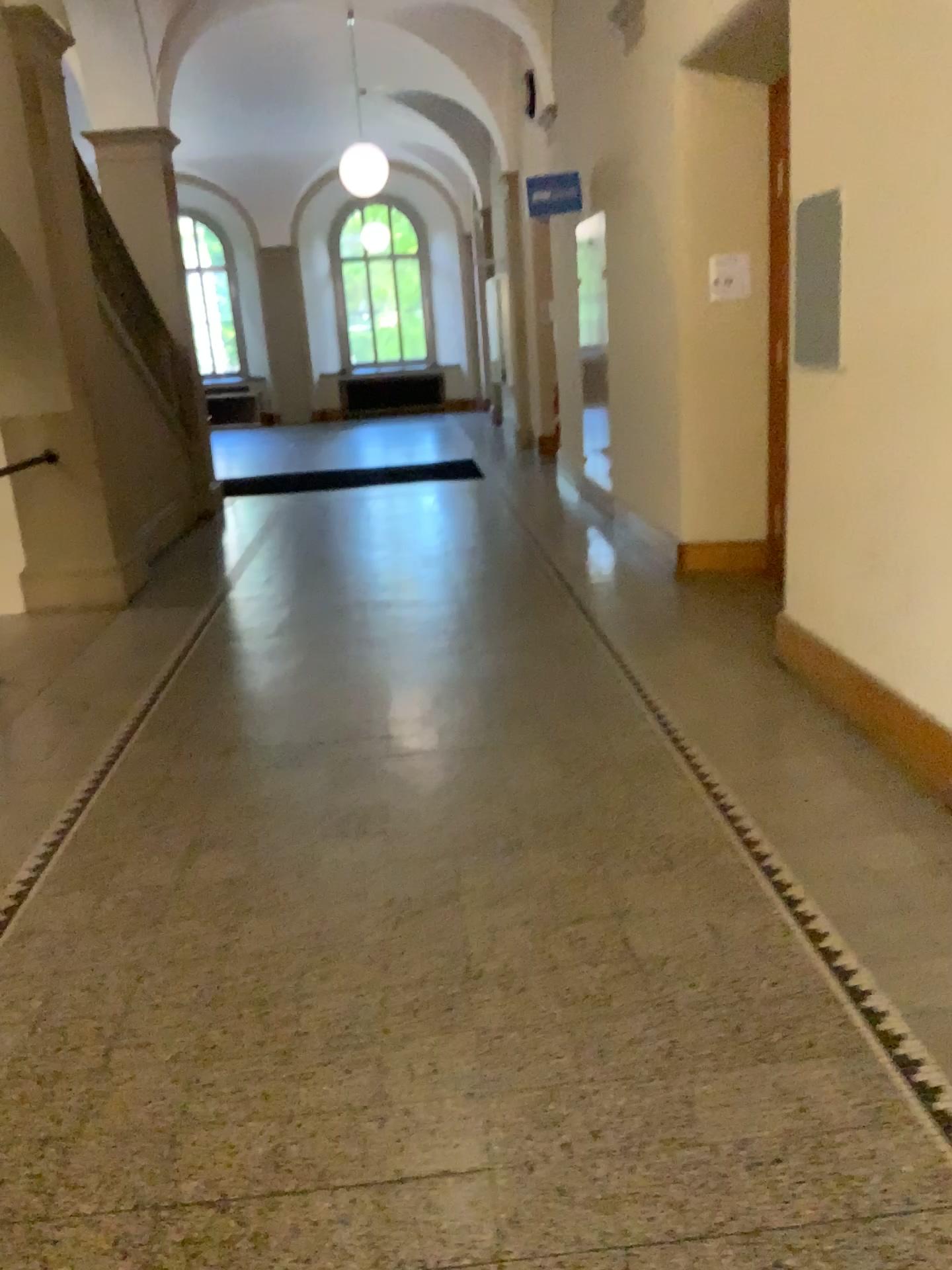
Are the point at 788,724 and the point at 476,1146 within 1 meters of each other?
no
